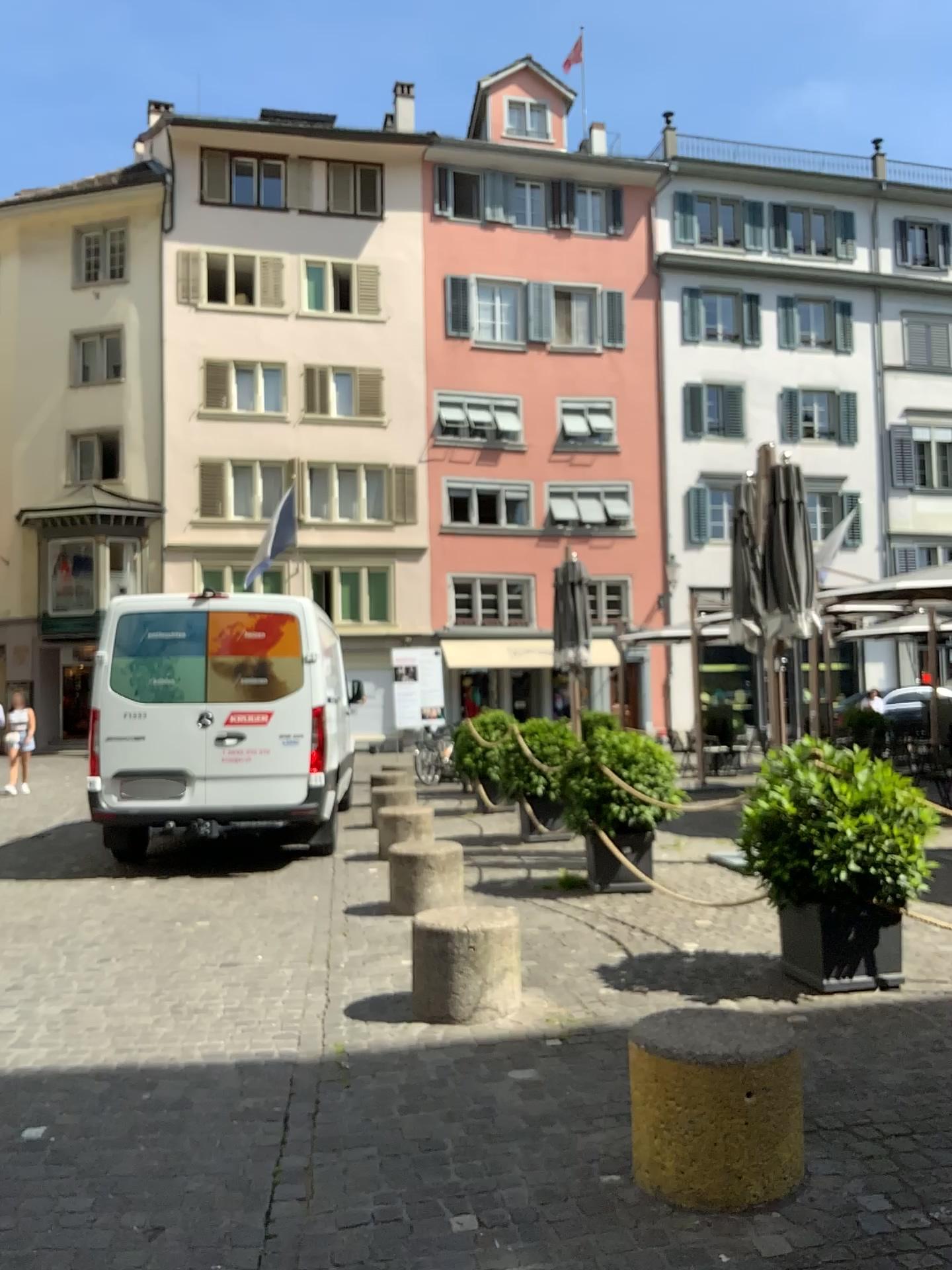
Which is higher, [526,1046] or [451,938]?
[451,938]
